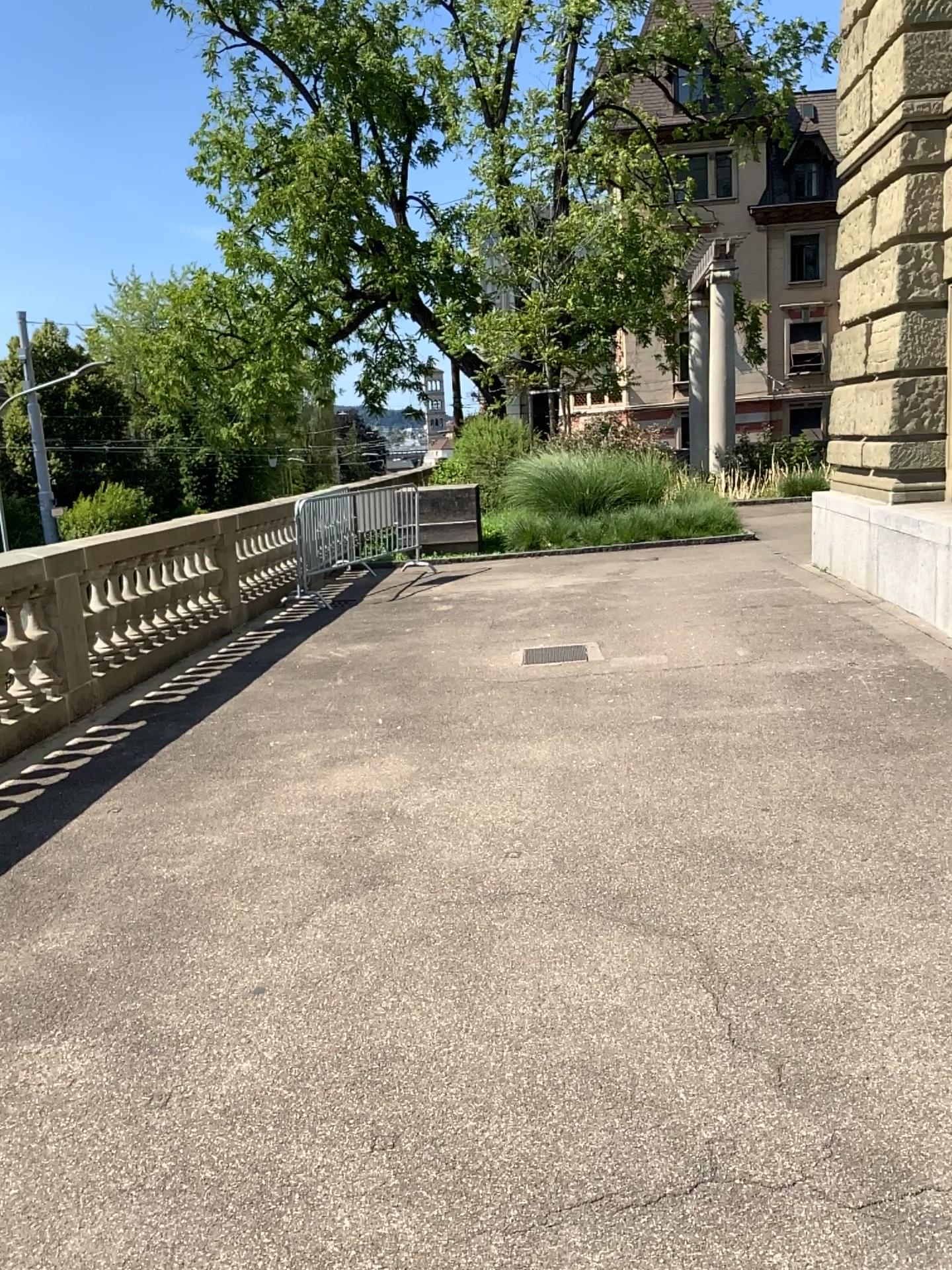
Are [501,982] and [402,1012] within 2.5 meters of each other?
yes
